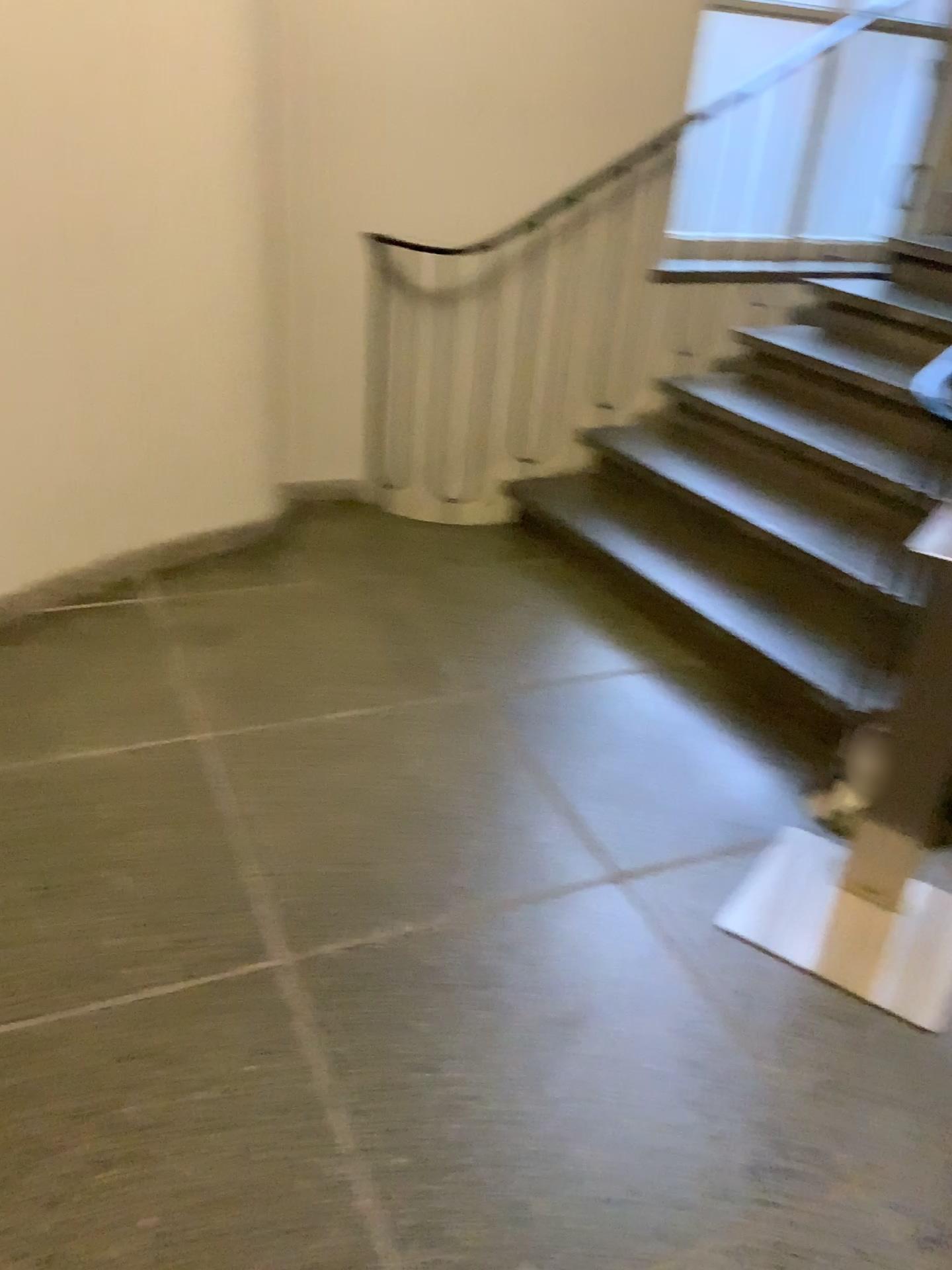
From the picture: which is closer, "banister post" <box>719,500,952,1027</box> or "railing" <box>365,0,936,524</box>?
"banister post" <box>719,500,952,1027</box>

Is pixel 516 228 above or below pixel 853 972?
above

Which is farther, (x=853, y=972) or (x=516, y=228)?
(x=516, y=228)

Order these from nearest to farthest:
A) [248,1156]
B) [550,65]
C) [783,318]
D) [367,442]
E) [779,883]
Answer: [248,1156] → [779,883] → [550,65] → [367,442] → [783,318]

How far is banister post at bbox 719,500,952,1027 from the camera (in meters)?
1.91

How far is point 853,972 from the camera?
1.9 meters
